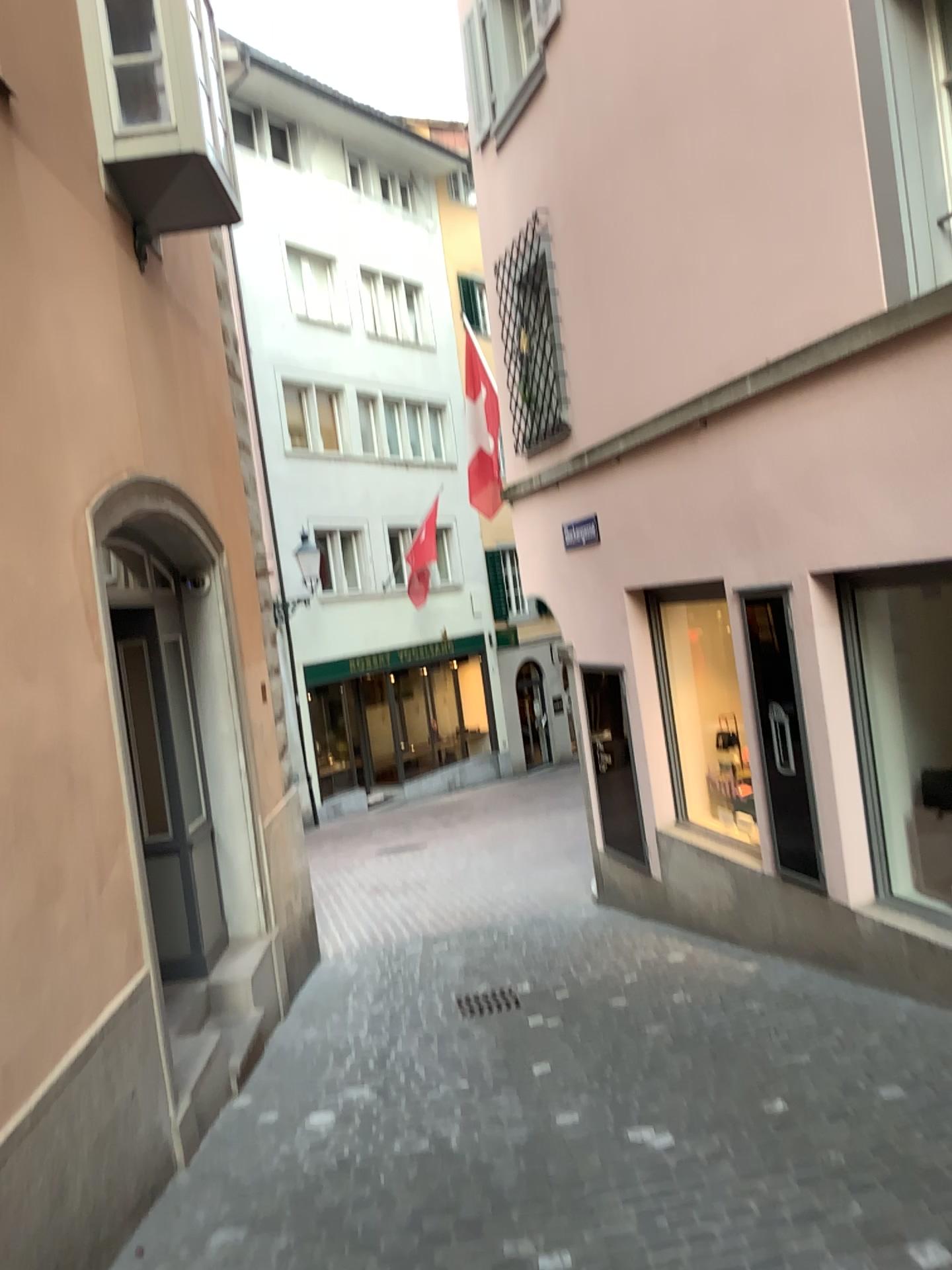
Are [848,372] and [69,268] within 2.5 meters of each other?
no
